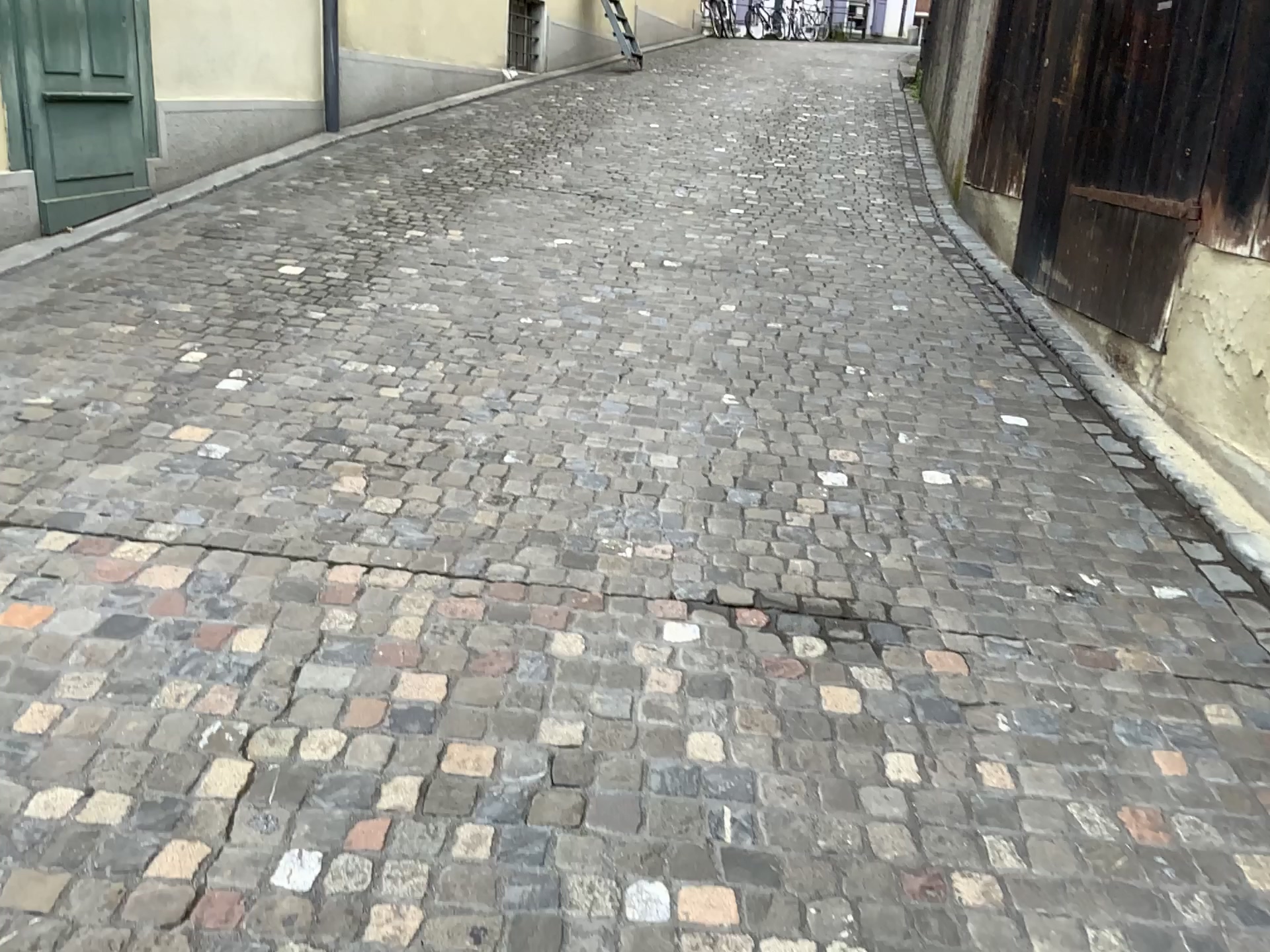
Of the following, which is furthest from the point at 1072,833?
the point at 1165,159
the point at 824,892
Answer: the point at 1165,159
